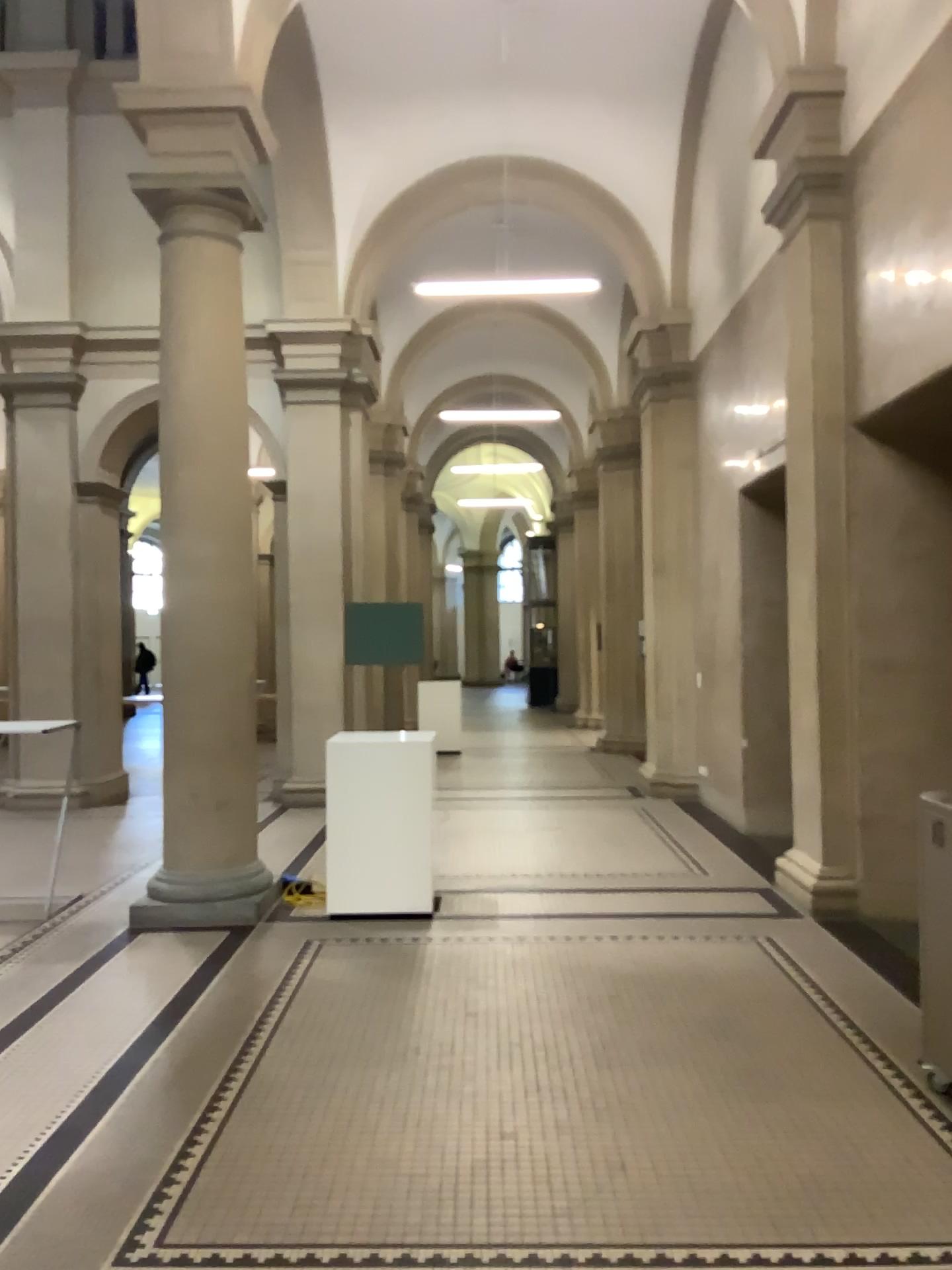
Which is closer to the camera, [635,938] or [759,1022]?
[759,1022]
